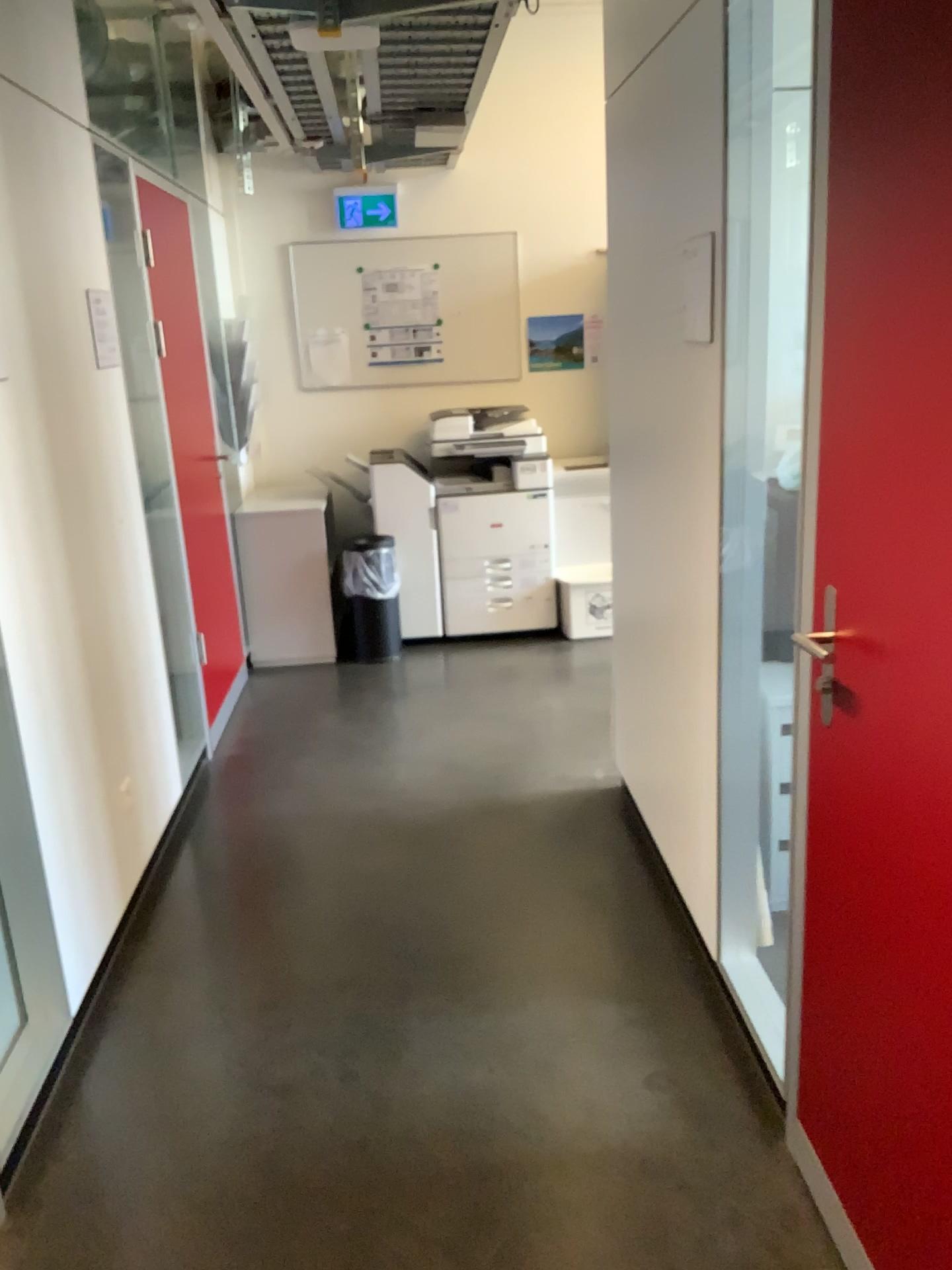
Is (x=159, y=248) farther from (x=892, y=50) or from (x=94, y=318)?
(x=892, y=50)

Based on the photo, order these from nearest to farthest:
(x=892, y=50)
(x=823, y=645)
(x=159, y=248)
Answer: (x=892, y=50)
(x=823, y=645)
(x=159, y=248)

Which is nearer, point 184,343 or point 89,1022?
point 89,1022

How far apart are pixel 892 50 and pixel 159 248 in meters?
3.3

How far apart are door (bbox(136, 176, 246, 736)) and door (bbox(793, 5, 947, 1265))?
2.8m

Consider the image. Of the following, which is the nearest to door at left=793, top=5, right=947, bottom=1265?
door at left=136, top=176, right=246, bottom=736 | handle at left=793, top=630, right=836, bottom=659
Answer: handle at left=793, top=630, right=836, bottom=659

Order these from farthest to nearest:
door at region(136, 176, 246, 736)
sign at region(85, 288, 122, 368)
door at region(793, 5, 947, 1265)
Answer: door at region(136, 176, 246, 736)
sign at region(85, 288, 122, 368)
door at region(793, 5, 947, 1265)

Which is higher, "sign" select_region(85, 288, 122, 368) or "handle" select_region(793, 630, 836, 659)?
"sign" select_region(85, 288, 122, 368)

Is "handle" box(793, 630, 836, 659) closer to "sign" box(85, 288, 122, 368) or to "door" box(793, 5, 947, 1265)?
"door" box(793, 5, 947, 1265)

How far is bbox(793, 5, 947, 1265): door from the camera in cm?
131
